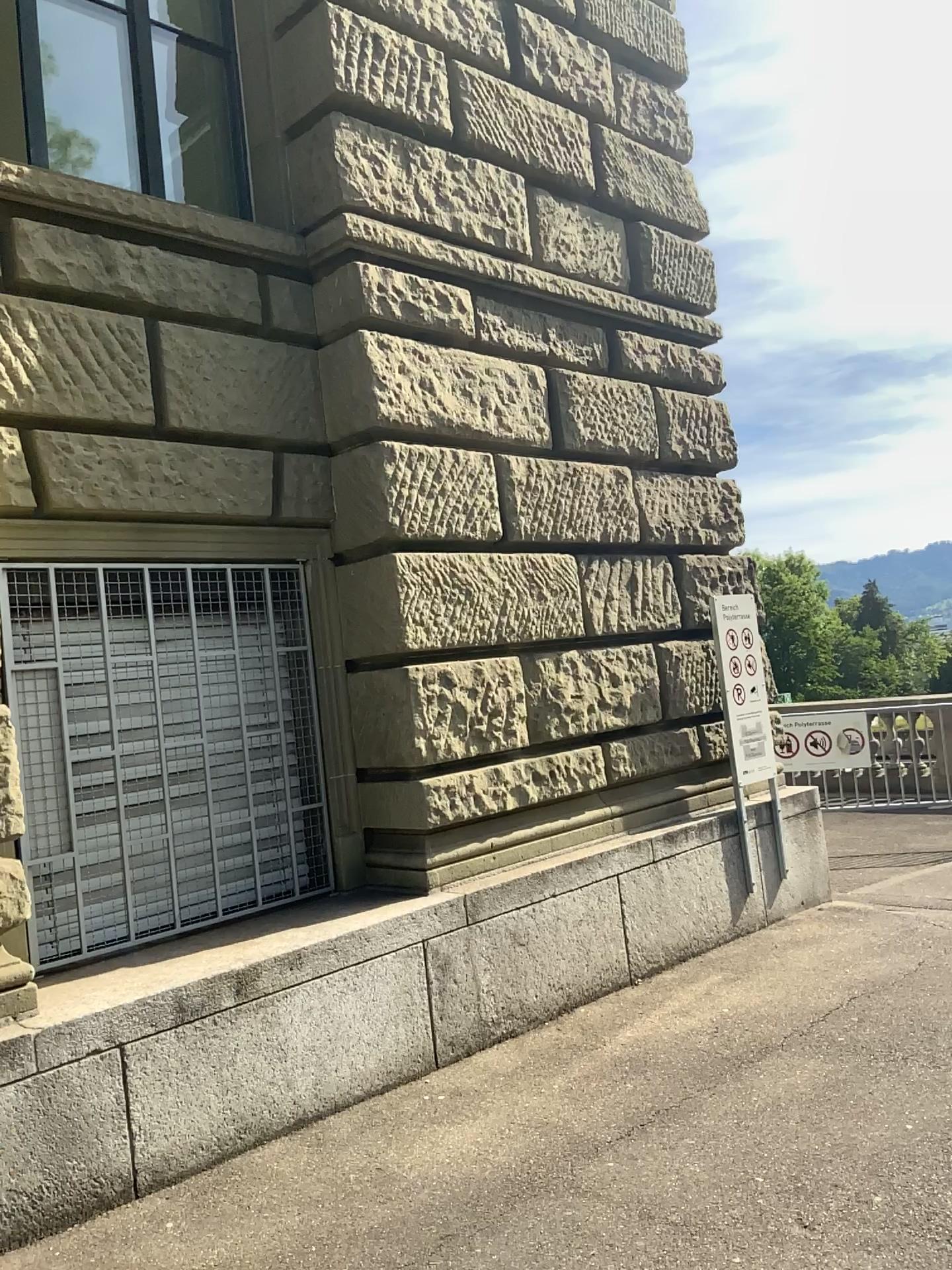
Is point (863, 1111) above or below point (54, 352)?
below
